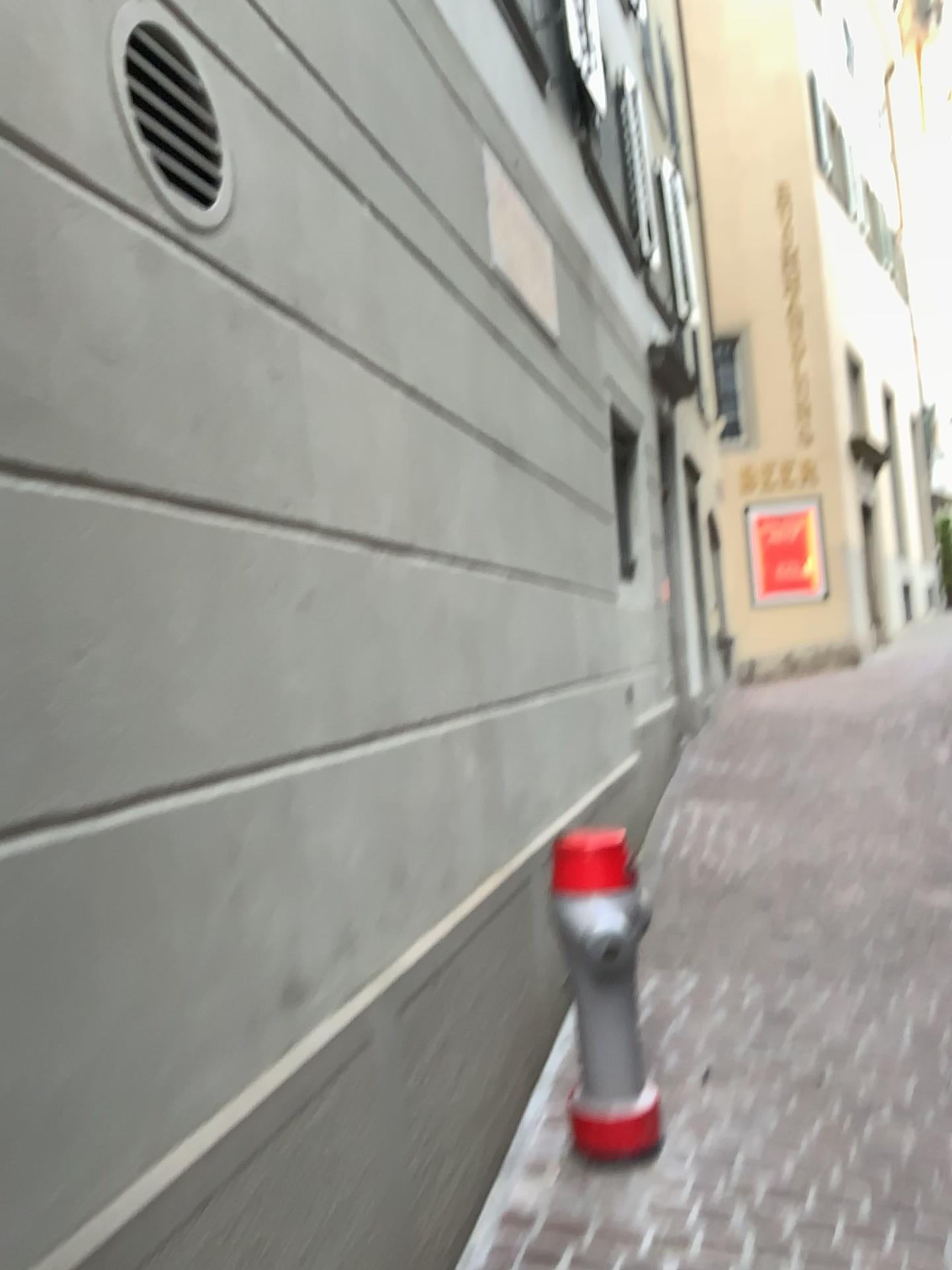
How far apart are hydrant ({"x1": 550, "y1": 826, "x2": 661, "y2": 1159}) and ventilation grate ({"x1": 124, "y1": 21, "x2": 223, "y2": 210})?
1.6 meters

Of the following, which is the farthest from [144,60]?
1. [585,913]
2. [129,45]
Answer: [585,913]

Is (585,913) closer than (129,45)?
No

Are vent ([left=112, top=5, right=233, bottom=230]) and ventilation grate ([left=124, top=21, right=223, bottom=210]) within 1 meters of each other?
yes

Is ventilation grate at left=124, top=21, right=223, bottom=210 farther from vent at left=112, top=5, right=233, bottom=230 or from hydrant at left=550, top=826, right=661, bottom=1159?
hydrant at left=550, top=826, right=661, bottom=1159

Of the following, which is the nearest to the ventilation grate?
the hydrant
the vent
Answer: the vent

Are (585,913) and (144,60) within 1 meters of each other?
no

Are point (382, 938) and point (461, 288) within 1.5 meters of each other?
no

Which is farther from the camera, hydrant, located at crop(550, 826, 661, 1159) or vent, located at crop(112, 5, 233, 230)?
hydrant, located at crop(550, 826, 661, 1159)

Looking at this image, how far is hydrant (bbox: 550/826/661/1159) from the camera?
2.5m
